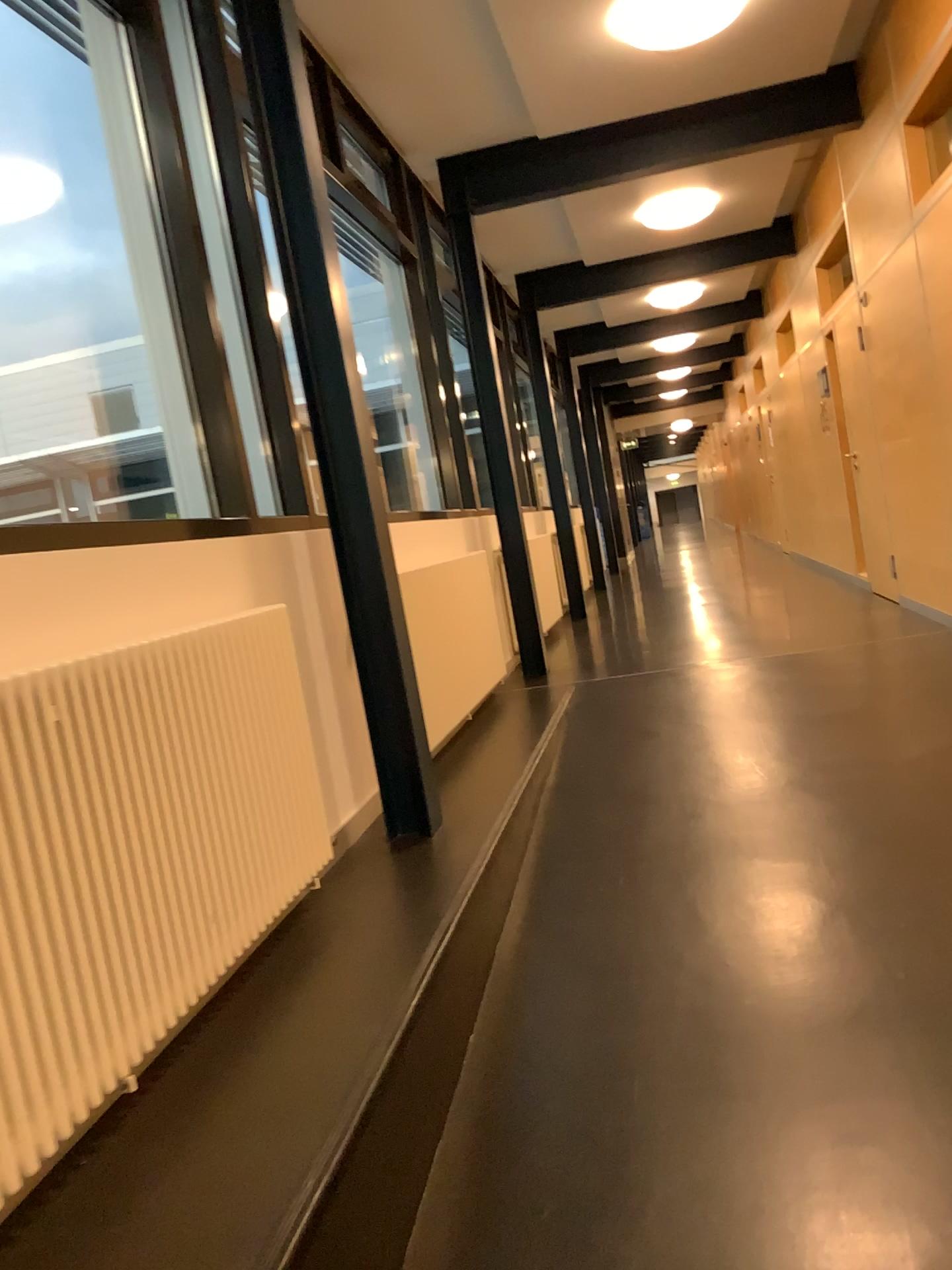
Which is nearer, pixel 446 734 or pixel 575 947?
pixel 575 947
